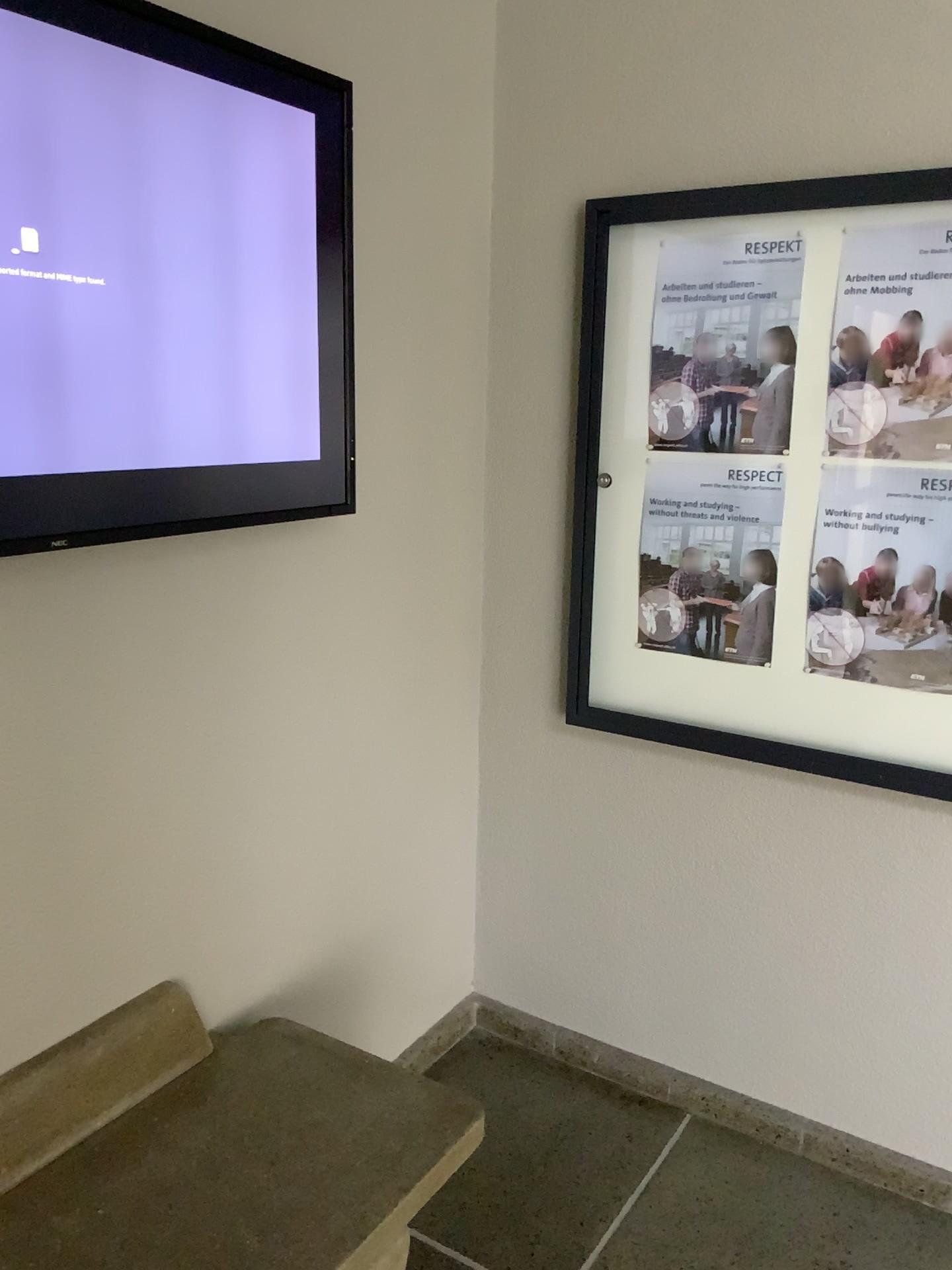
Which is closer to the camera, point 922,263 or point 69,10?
point 69,10

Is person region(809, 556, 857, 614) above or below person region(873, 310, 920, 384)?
below

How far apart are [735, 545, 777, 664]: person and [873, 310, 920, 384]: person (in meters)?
0.39

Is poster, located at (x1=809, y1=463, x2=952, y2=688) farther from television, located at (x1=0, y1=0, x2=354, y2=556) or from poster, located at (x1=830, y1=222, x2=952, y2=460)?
television, located at (x1=0, y1=0, x2=354, y2=556)

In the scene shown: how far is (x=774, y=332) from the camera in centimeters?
206cm

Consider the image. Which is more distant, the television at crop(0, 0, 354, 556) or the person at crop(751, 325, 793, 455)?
the person at crop(751, 325, 793, 455)

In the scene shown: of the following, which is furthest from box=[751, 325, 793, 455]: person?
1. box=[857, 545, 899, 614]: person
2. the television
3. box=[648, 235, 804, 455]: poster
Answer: the television

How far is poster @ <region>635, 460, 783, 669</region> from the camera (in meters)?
2.15

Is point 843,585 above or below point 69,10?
below

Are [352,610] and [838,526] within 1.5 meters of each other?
yes
